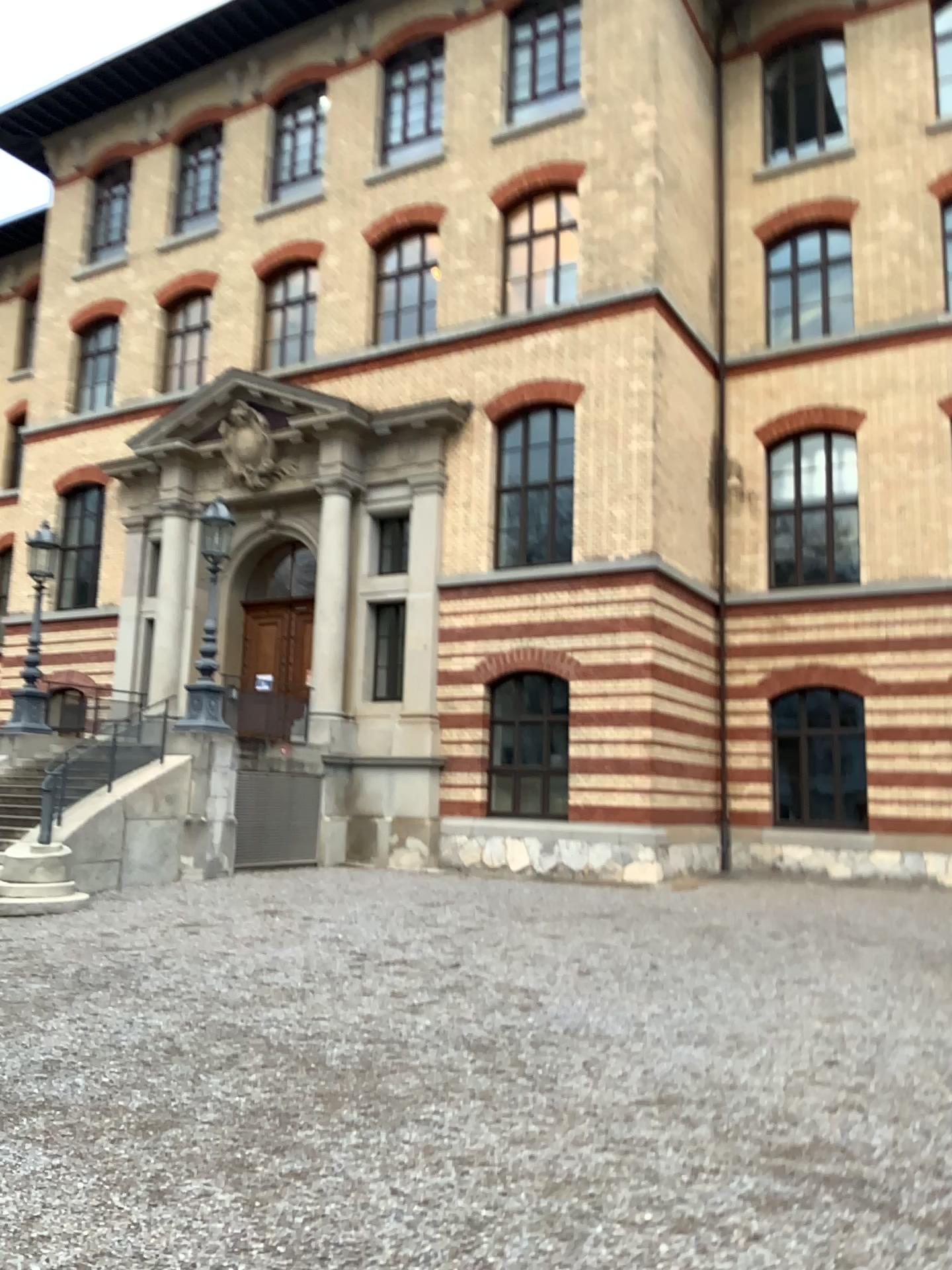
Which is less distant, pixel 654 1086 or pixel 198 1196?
pixel 198 1196
